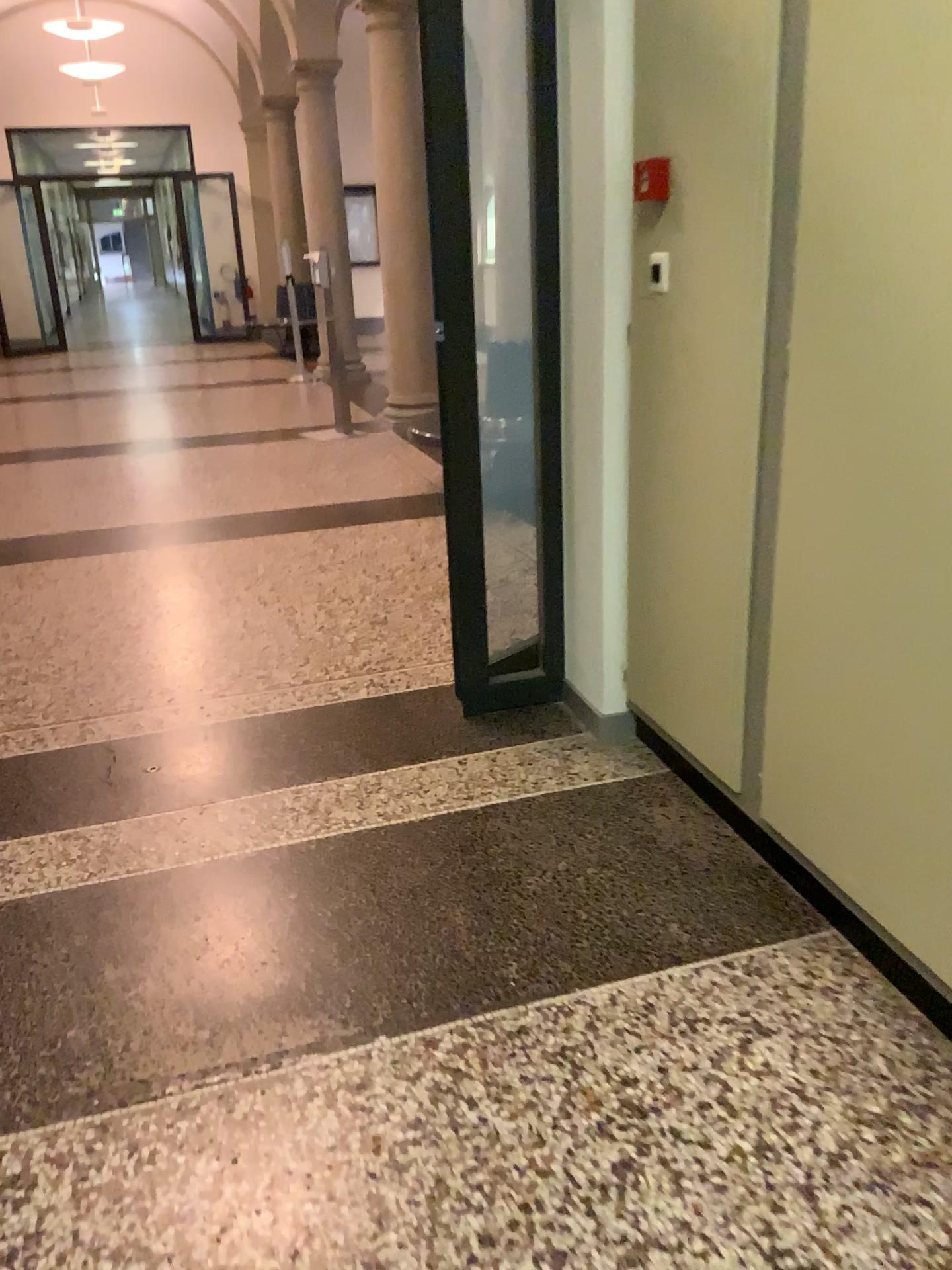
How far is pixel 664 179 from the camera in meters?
2.4

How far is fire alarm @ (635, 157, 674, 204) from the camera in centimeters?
238cm

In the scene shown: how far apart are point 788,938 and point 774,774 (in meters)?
0.35
